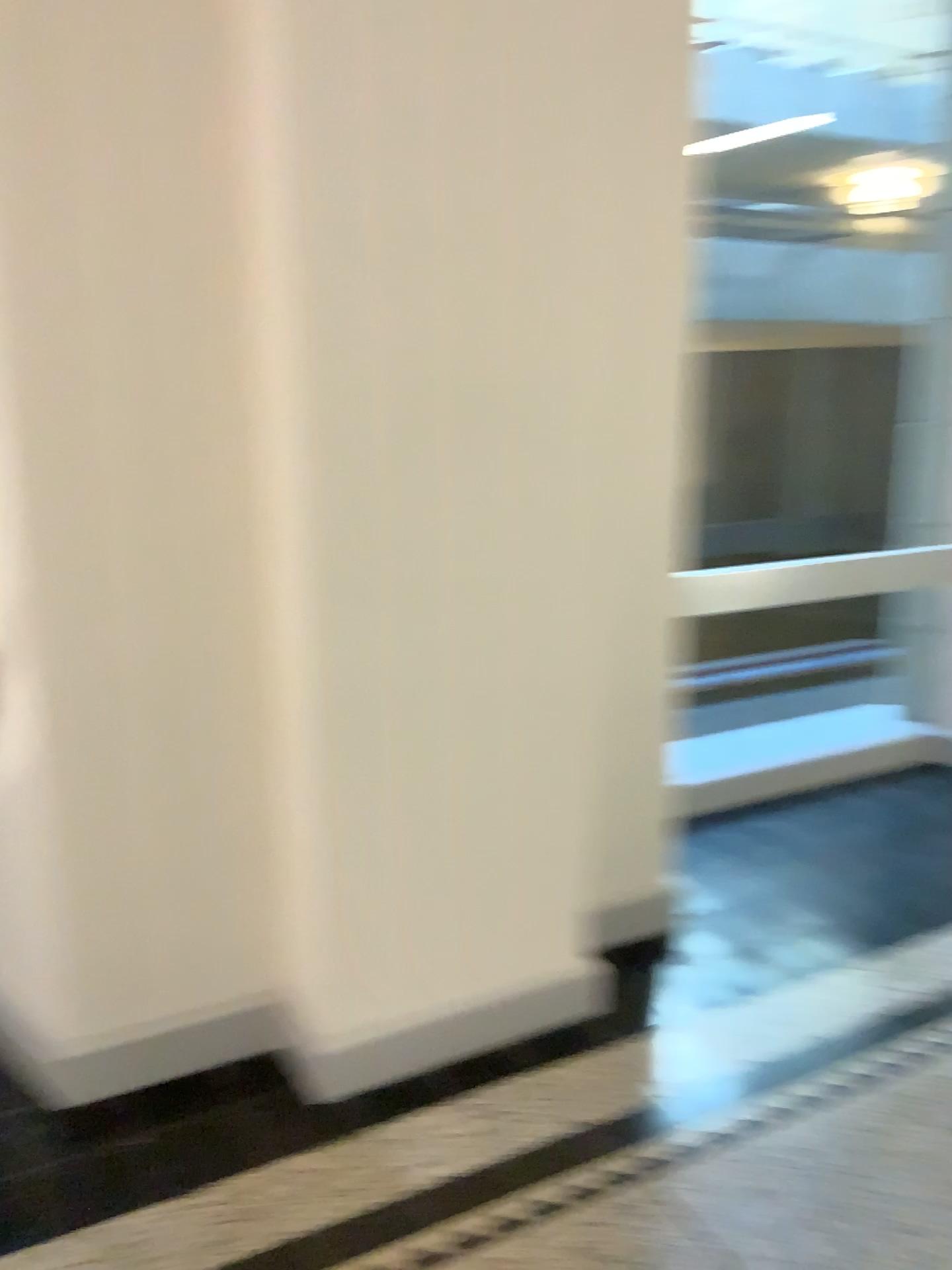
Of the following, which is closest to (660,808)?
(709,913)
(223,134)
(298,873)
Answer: (709,913)
